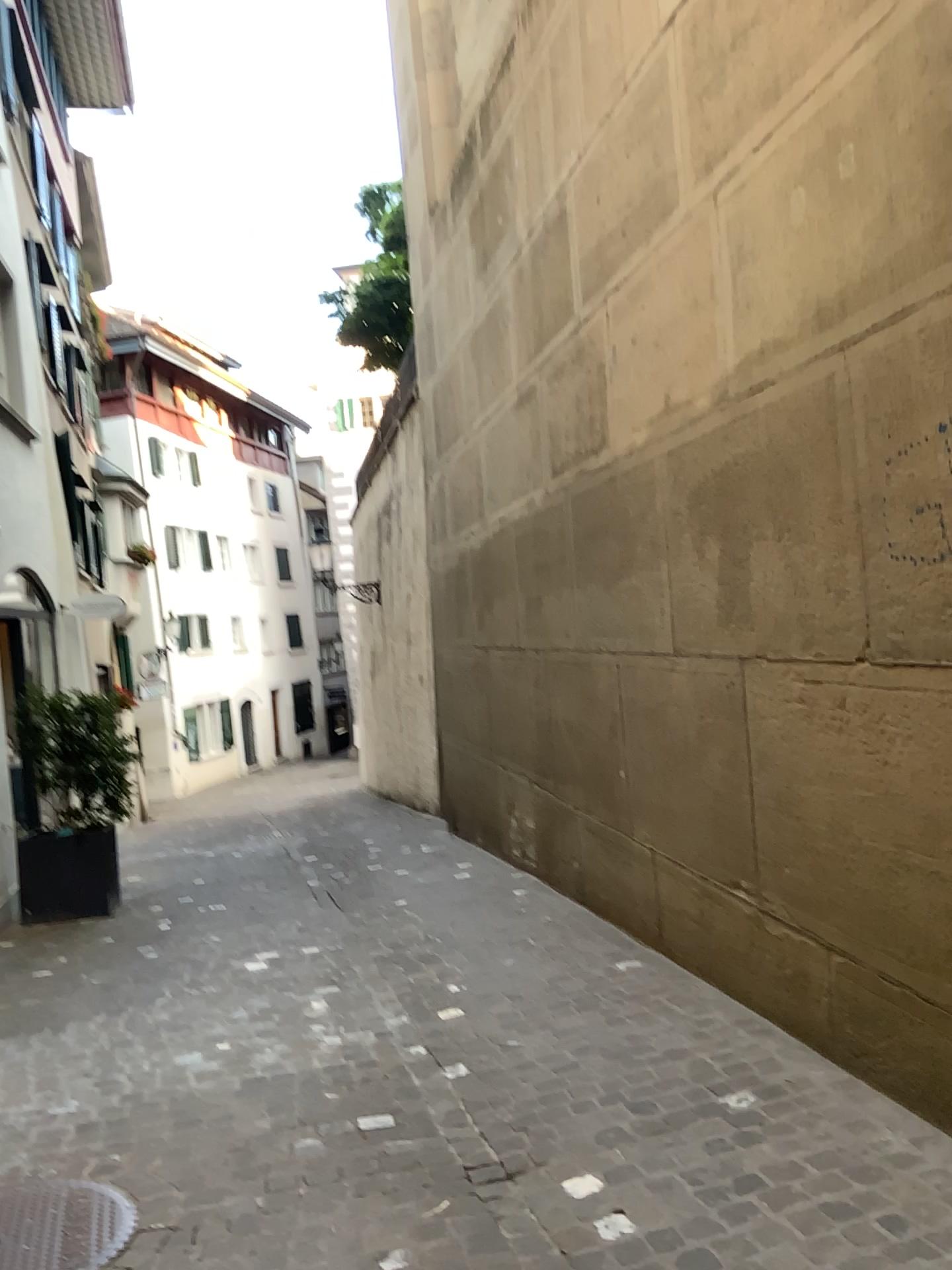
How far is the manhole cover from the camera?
2.7m

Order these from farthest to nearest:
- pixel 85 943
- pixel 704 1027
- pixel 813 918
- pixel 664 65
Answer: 1. pixel 85 943
2. pixel 664 65
3. pixel 704 1027
4. pixel 813 918

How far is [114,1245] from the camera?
2.7 meters
